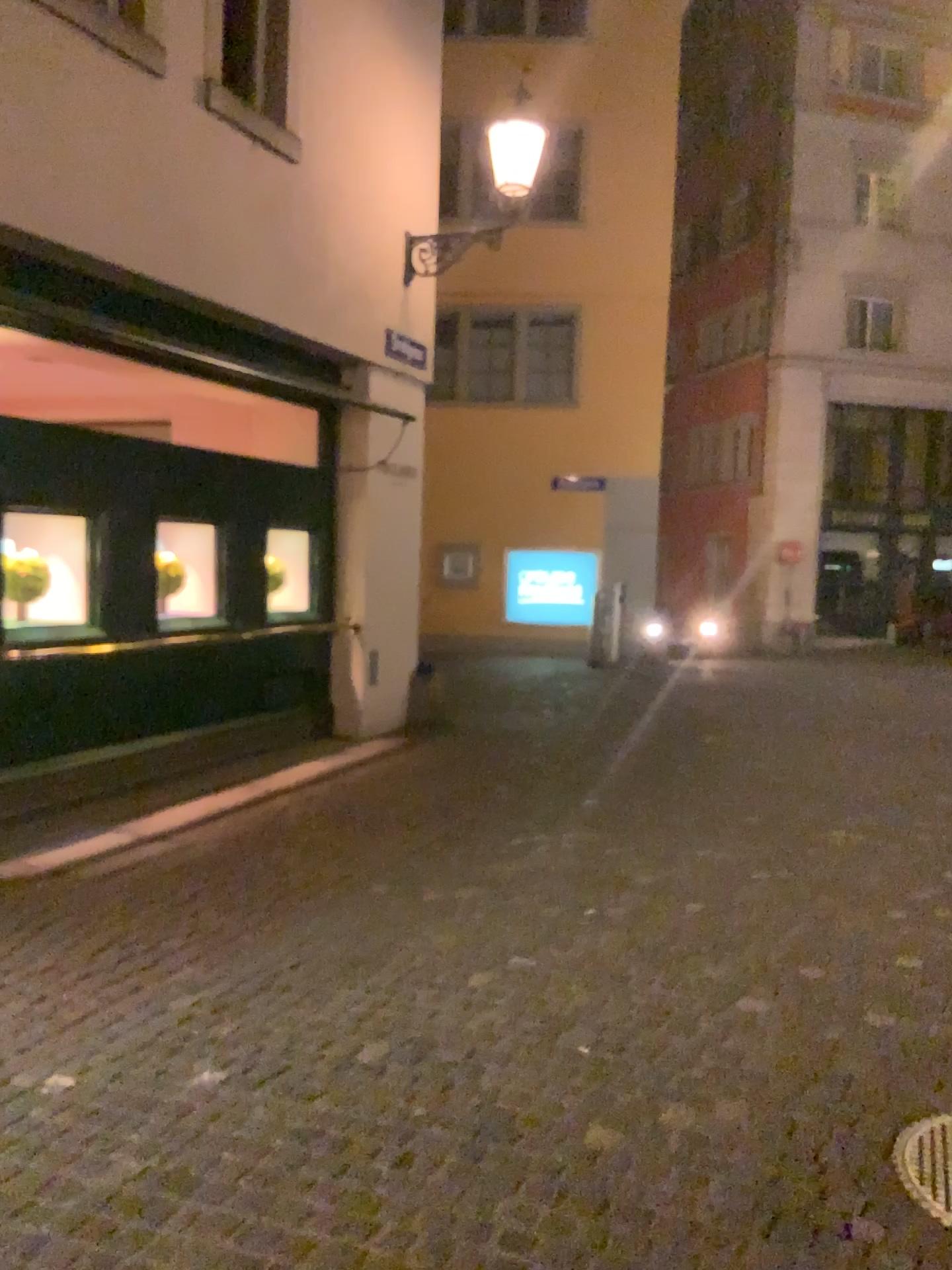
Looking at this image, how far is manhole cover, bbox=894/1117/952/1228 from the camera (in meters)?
2.63

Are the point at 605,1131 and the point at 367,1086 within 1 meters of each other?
yes

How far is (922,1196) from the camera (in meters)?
2.63
